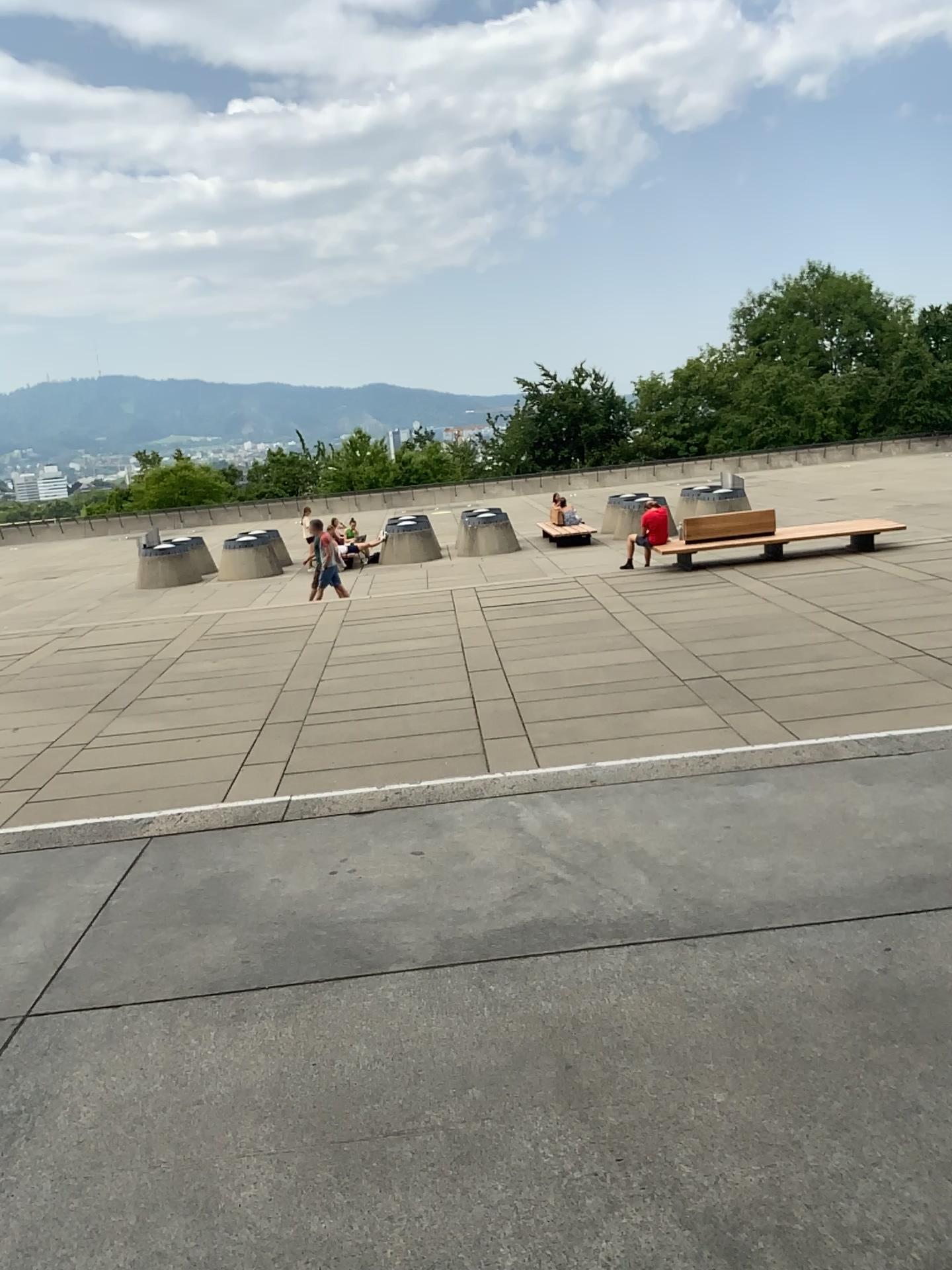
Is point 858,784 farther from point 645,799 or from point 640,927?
point 640,927
